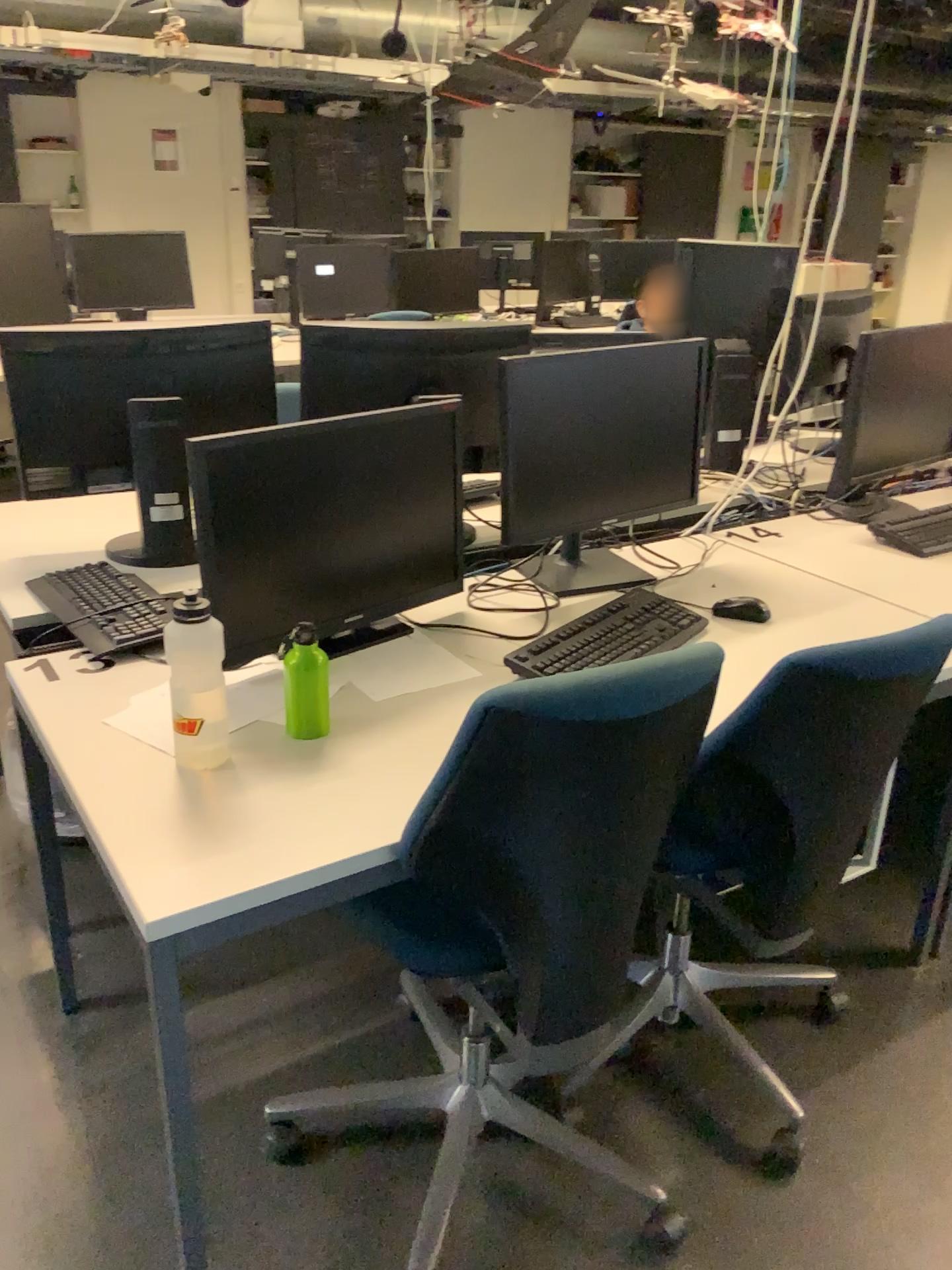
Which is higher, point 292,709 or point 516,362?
point 516,362

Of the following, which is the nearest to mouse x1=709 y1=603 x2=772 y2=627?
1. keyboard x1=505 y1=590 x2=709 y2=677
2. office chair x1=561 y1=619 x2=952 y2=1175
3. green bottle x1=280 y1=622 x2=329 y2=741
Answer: keyboard x1=505 y1=590 x2=709 y2=677

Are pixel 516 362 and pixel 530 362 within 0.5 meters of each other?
yes

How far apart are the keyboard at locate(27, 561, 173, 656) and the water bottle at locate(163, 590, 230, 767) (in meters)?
0.31

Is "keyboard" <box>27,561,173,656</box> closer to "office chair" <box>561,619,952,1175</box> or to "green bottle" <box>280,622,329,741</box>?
"green bottle" <box>280,622,329,741</box>

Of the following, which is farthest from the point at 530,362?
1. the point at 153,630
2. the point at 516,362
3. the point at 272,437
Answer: the point at 153,630

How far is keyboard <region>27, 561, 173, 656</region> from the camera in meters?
1.8

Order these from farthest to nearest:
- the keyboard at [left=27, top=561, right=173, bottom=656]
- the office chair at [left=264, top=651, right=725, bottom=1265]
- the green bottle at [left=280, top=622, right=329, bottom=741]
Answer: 1. the keyboard at [left=27, top=561, right=173, bottom=656]
2. the green bottle at [left=280, top=622, right=329, bottom=741]
3. the office chair at [left=264, top=651, right=725, bottom=1265]

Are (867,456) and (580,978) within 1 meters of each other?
no

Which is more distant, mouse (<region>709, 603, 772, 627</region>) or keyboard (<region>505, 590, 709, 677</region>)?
mouse (<region>709, 603, 772, 627</region>)
